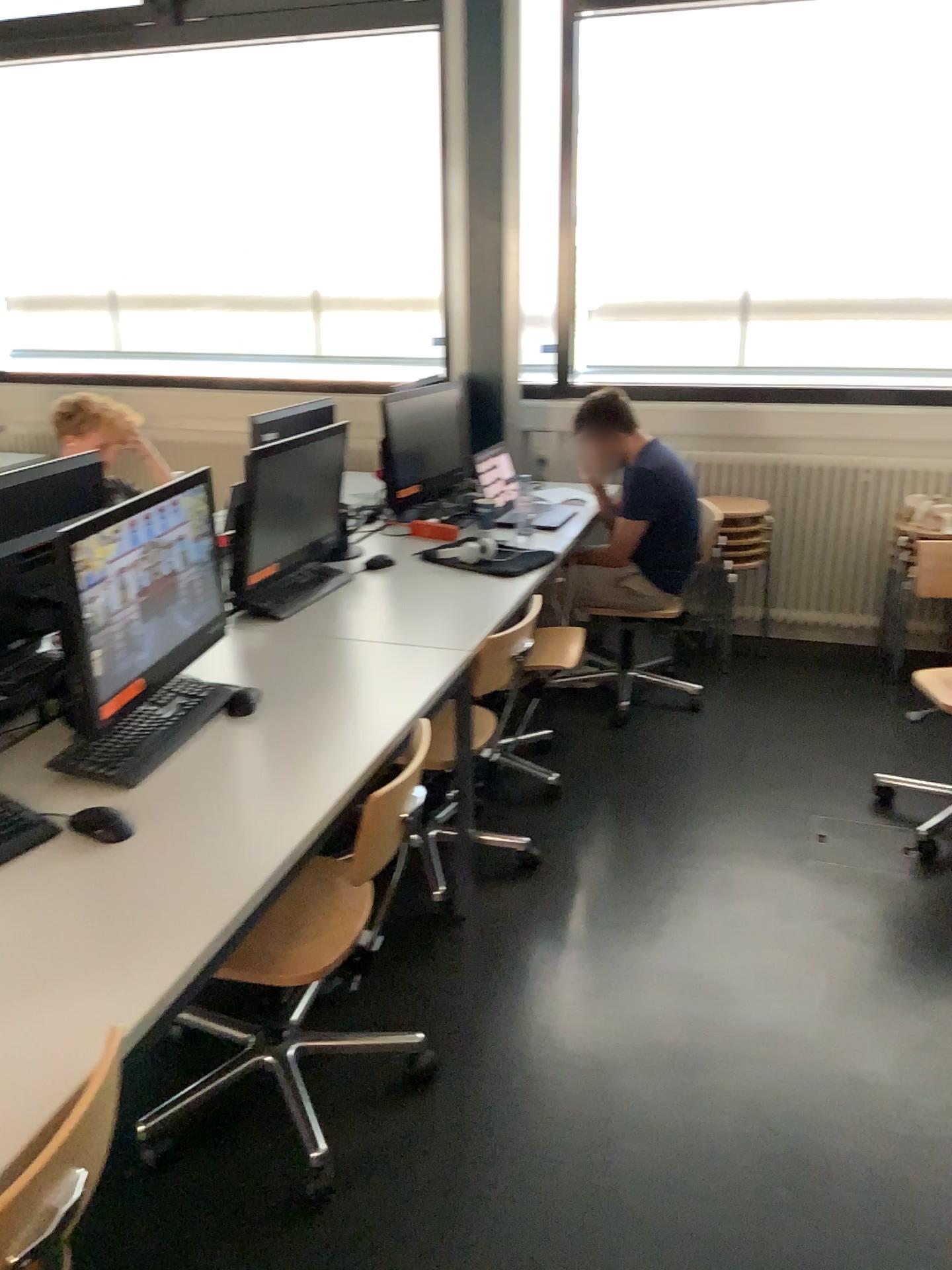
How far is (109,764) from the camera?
1.9m

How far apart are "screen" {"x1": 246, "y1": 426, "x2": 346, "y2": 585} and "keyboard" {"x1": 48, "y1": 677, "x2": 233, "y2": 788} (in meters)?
0.61

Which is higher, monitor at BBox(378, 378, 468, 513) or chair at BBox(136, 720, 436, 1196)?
monitor at BBox(378, 378, 468, 513)

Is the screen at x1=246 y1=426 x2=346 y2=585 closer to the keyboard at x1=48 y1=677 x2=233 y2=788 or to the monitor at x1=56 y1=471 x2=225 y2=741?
the monitor at x1=56 y1=471 x2=225 y2=741

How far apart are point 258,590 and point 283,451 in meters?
0.4 m

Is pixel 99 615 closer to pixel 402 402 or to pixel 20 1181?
pixel 20 1181

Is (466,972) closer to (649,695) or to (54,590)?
(54,590)

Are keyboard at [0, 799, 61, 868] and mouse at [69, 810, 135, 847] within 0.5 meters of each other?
yes

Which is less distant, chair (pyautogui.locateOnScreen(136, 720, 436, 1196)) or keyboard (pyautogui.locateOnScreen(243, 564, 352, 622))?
chair (pyautogui.locateOnScreen(136, 720, 436, 1196))

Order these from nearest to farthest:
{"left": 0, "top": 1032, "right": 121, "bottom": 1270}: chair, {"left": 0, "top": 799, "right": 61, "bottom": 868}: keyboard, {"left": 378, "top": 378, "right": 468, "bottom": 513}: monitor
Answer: {"left": 0, "top": 1032, "right": 121, "bottom": 1270}: chair < {"left": 0, "top": 799, "right": 61, "bottom": 868}: keyboard < {"left": 378, "top": 378, "right": 468, "bottom": 513}: monitor
